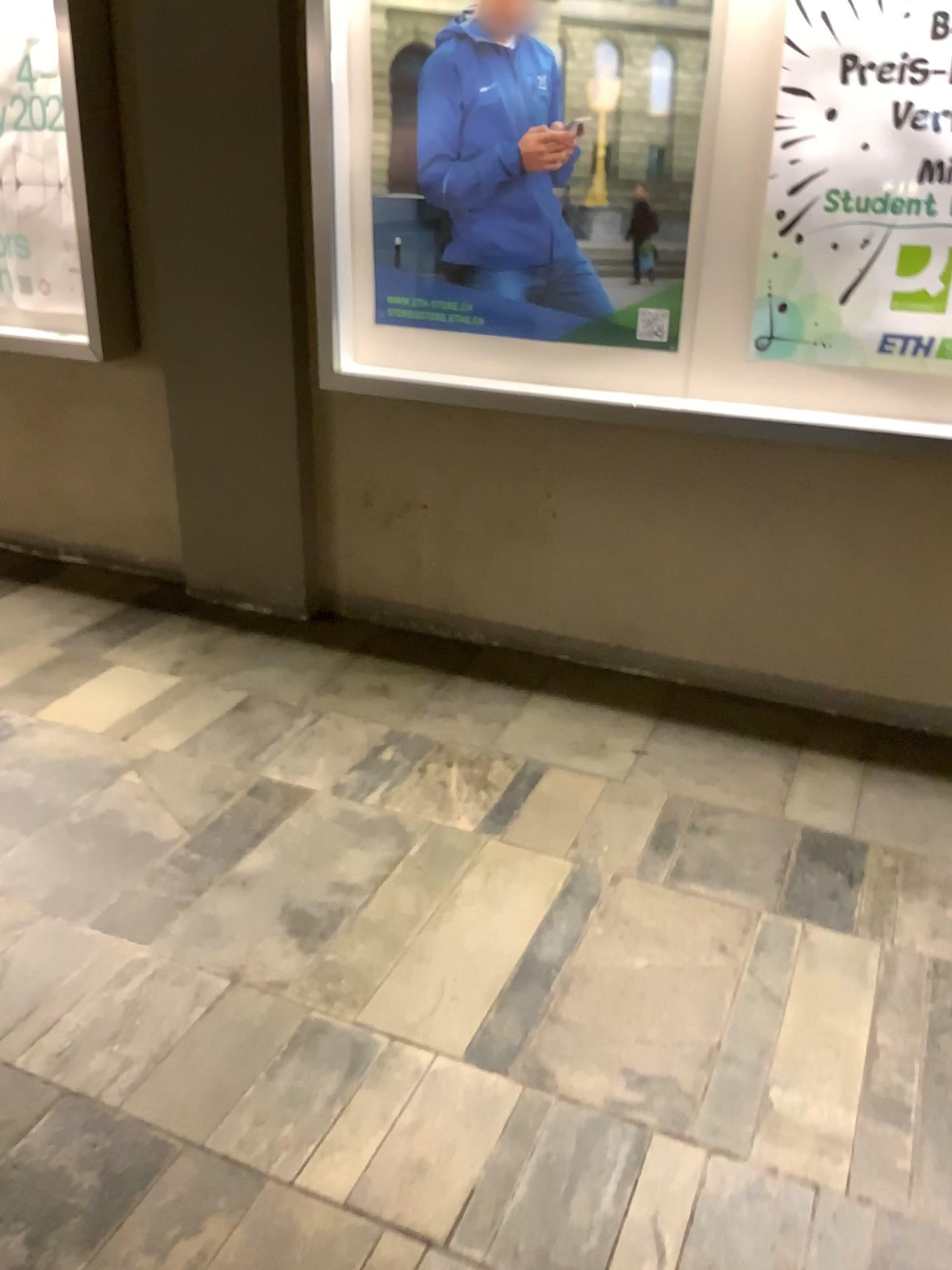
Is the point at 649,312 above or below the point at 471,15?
below

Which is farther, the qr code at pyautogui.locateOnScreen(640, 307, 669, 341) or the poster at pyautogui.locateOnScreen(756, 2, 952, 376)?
the qr code at pyautogui.locateOnScreen(640, 307, 669, 341)

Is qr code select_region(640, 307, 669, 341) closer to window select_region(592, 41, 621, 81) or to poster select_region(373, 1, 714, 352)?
poster select_region(373, 1, 714, 352)

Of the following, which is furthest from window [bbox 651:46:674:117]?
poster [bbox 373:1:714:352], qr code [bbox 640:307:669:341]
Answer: qr code [bbox 640:307:669:341]

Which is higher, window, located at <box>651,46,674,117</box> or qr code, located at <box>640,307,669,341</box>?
window, located at <box>651,46,674,117</box>

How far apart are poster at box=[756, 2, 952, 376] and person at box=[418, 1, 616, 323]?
0.37m

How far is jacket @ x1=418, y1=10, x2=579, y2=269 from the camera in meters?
2.5

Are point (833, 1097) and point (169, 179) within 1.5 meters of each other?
no

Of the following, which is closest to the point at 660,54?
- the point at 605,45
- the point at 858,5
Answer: the point at 605,45

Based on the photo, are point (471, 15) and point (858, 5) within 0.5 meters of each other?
no
